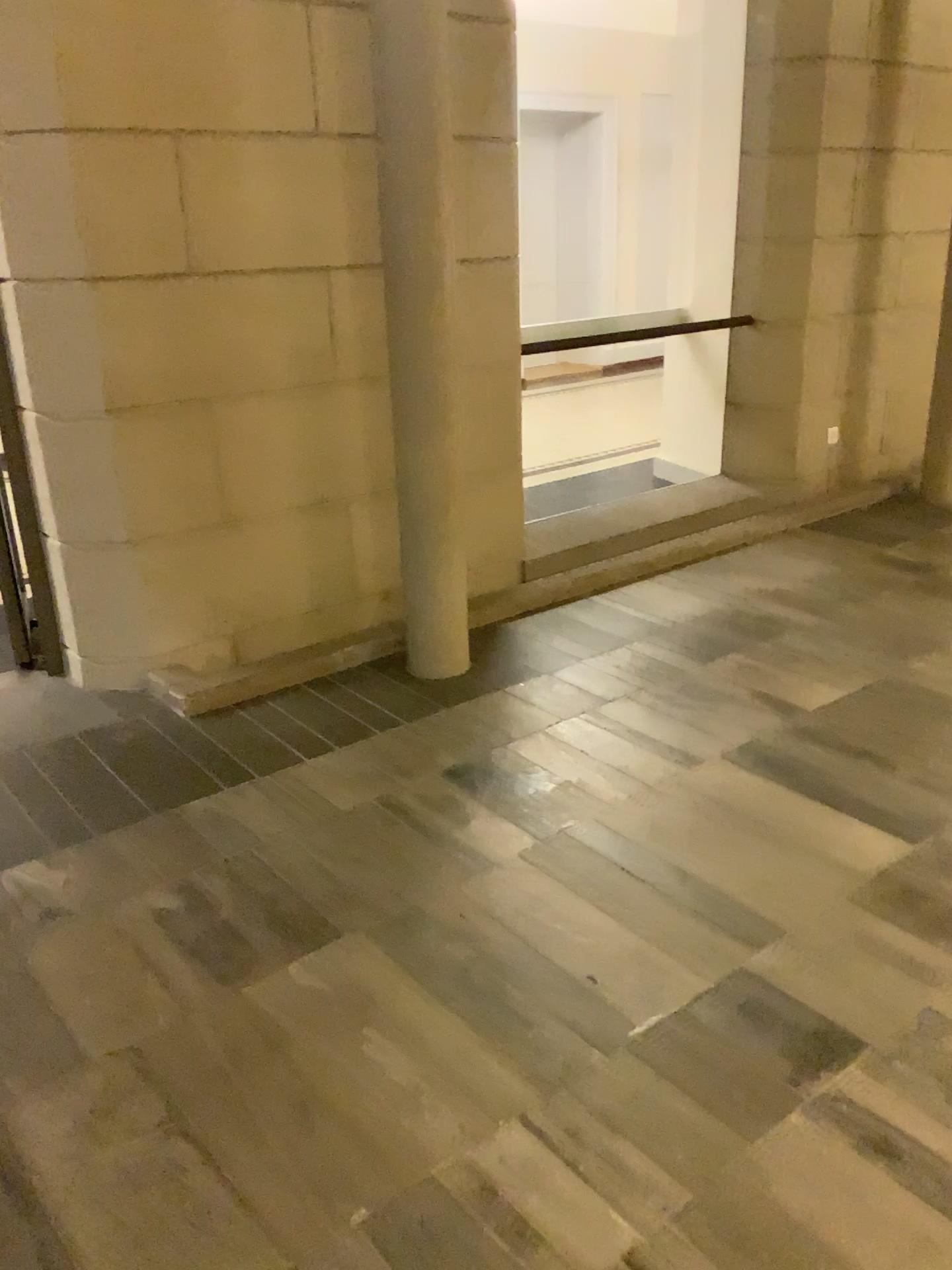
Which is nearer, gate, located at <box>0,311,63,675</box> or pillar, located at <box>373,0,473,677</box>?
pillar, located at <box>373,0,473,677</box>

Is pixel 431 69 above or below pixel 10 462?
above

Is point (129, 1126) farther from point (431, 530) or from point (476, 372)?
point (476, 372)

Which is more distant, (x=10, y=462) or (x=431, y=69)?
(x=10, y=462)
